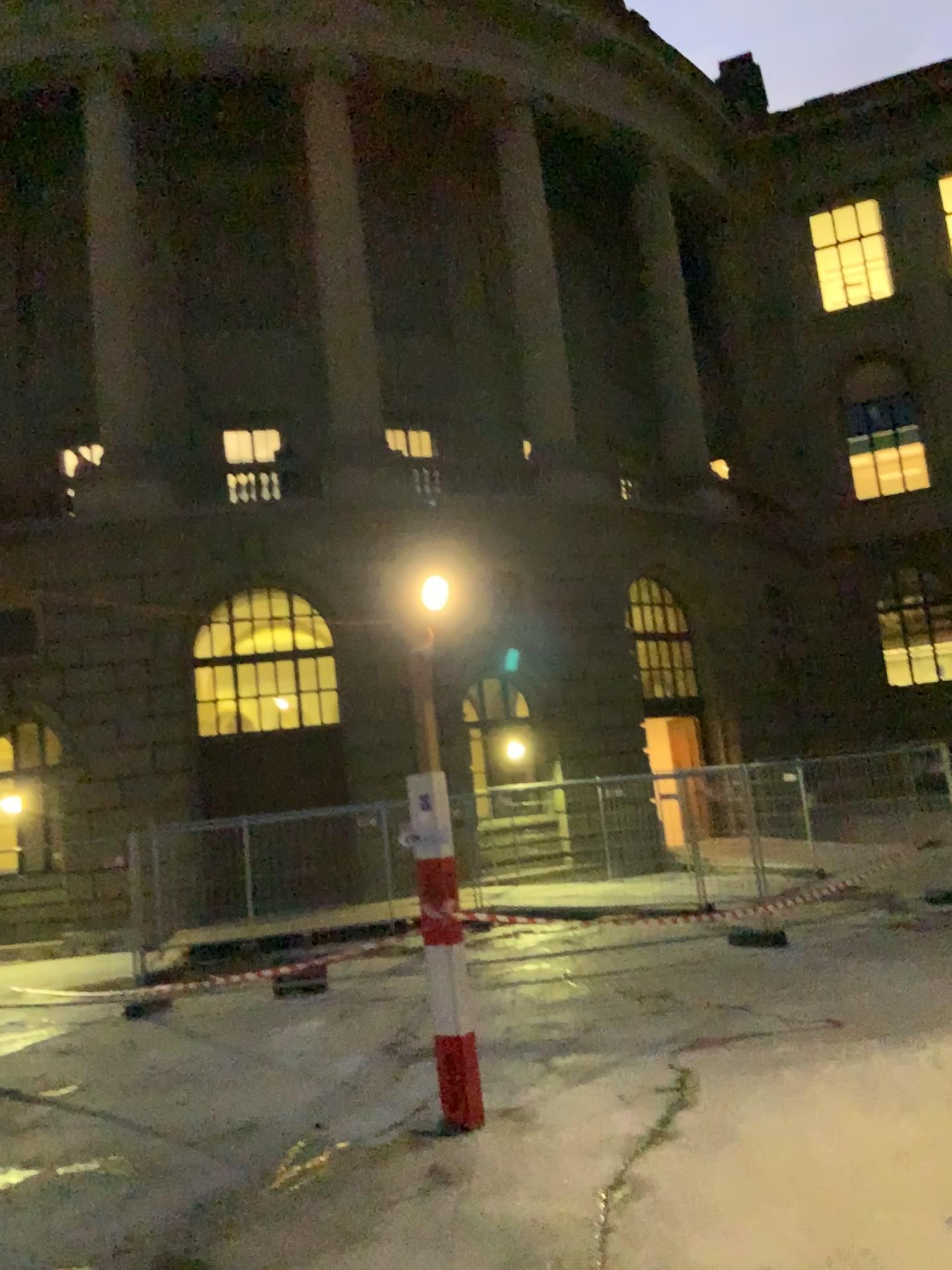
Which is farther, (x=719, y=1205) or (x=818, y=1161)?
(x=818, y=1161)
